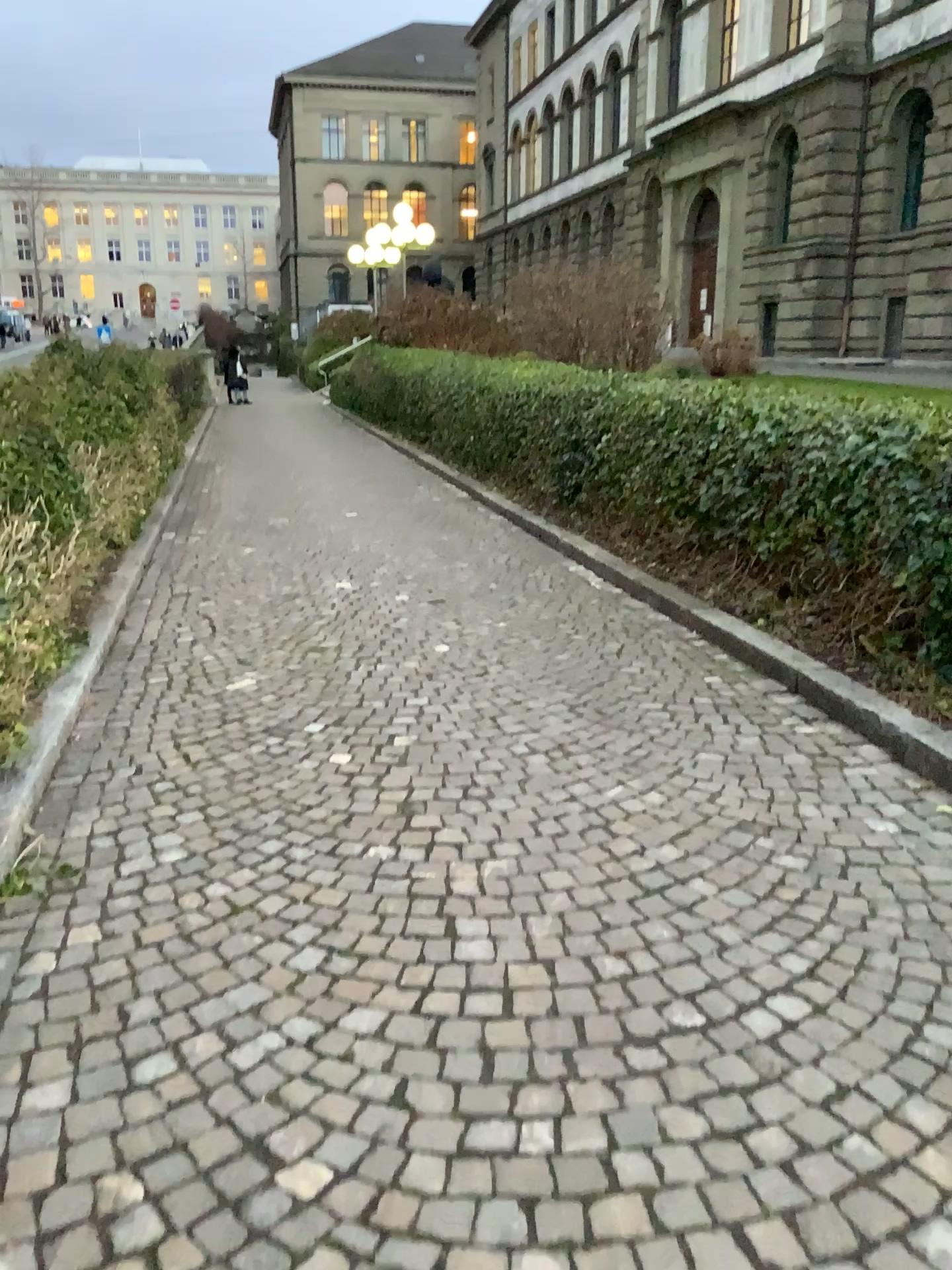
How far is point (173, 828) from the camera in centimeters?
332cm
